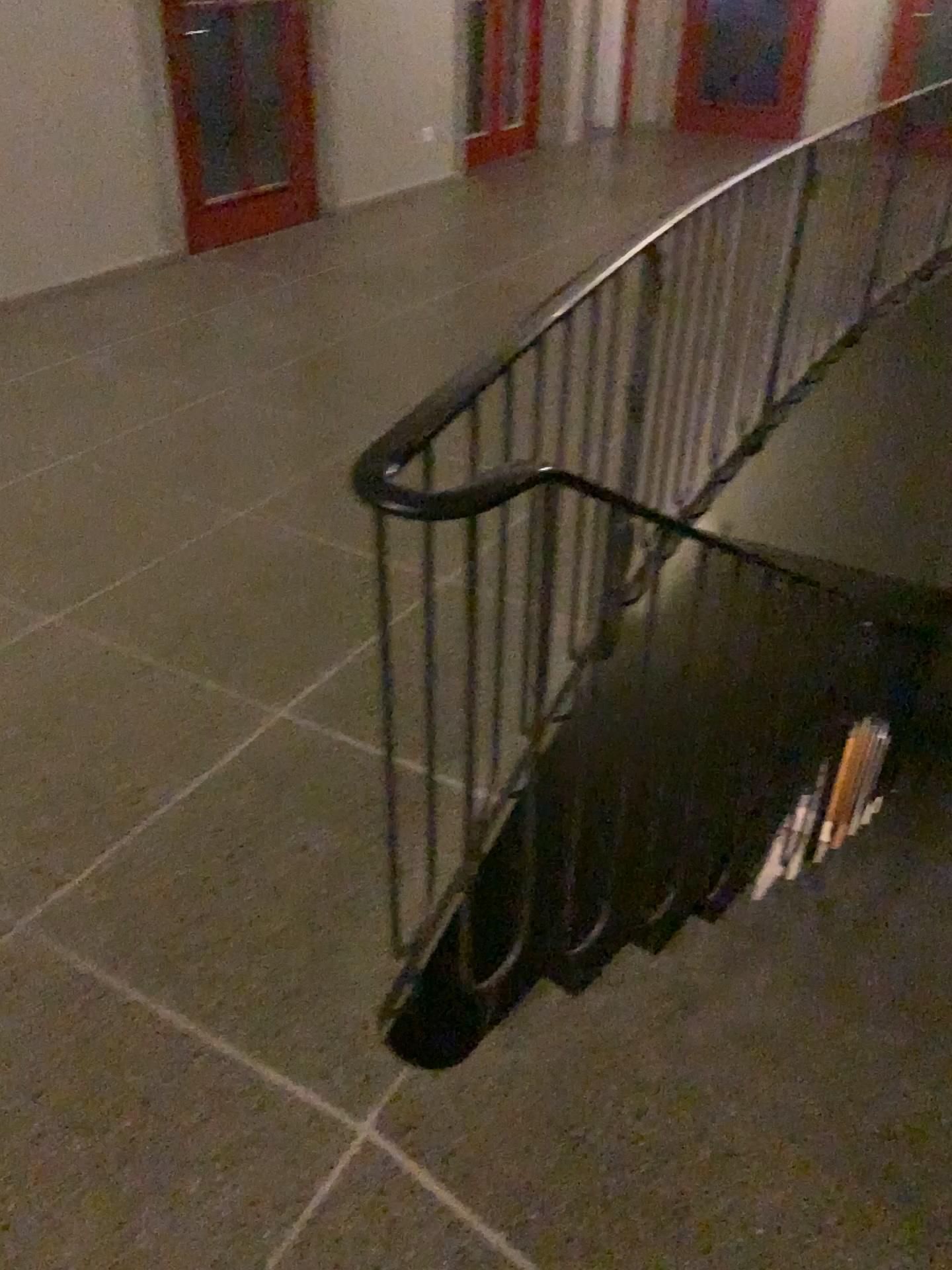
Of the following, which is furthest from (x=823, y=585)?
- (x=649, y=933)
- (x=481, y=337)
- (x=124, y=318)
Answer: (x=124, y=318)
